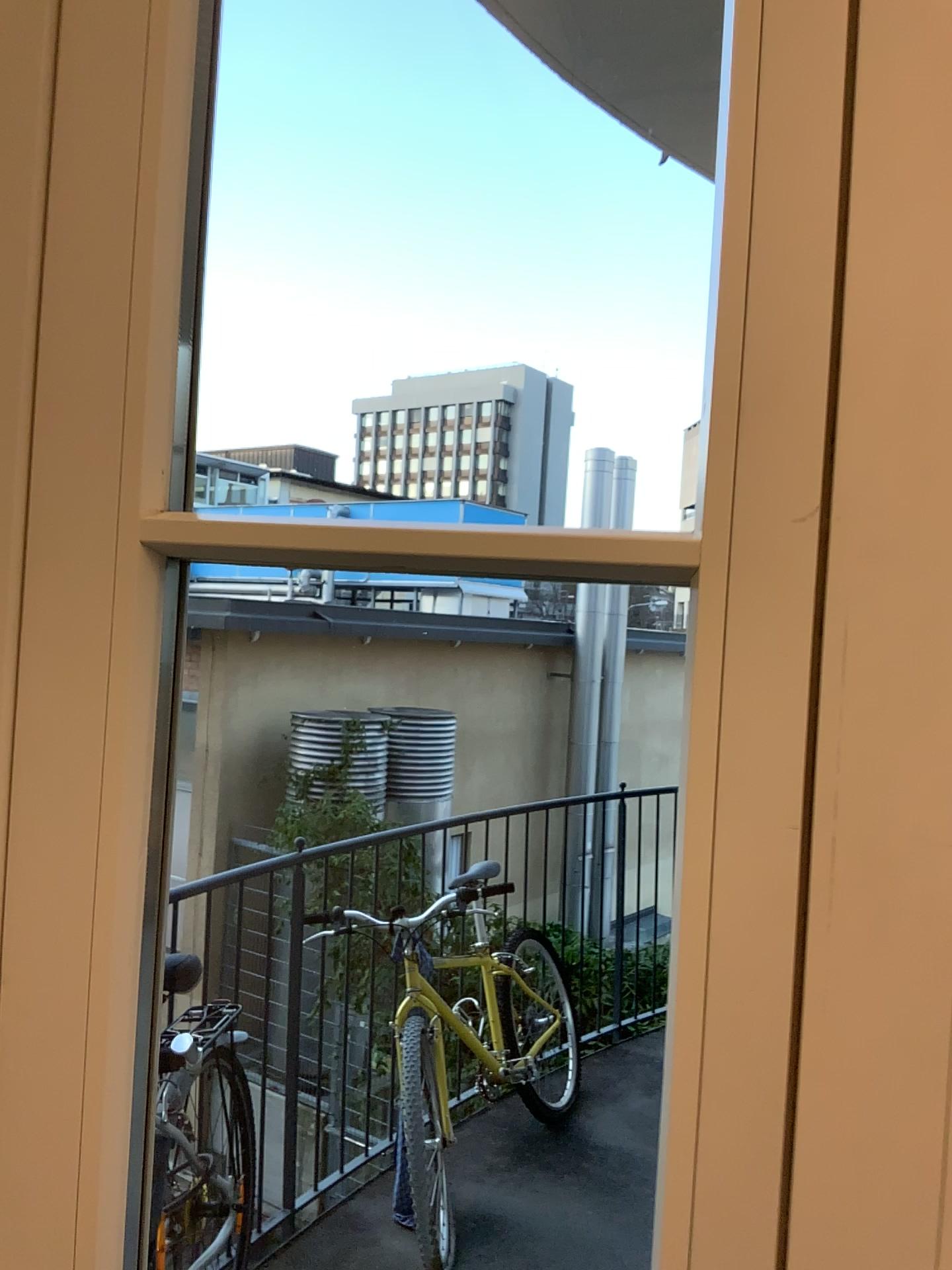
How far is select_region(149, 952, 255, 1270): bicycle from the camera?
1.5 meters

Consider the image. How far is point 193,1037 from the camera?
1.5 meters

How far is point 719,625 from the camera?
0.6m

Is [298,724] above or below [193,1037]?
above

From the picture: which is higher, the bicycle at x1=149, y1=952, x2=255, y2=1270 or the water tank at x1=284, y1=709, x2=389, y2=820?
the water tank at x1=284, y1=709, x2=389, y2=820
